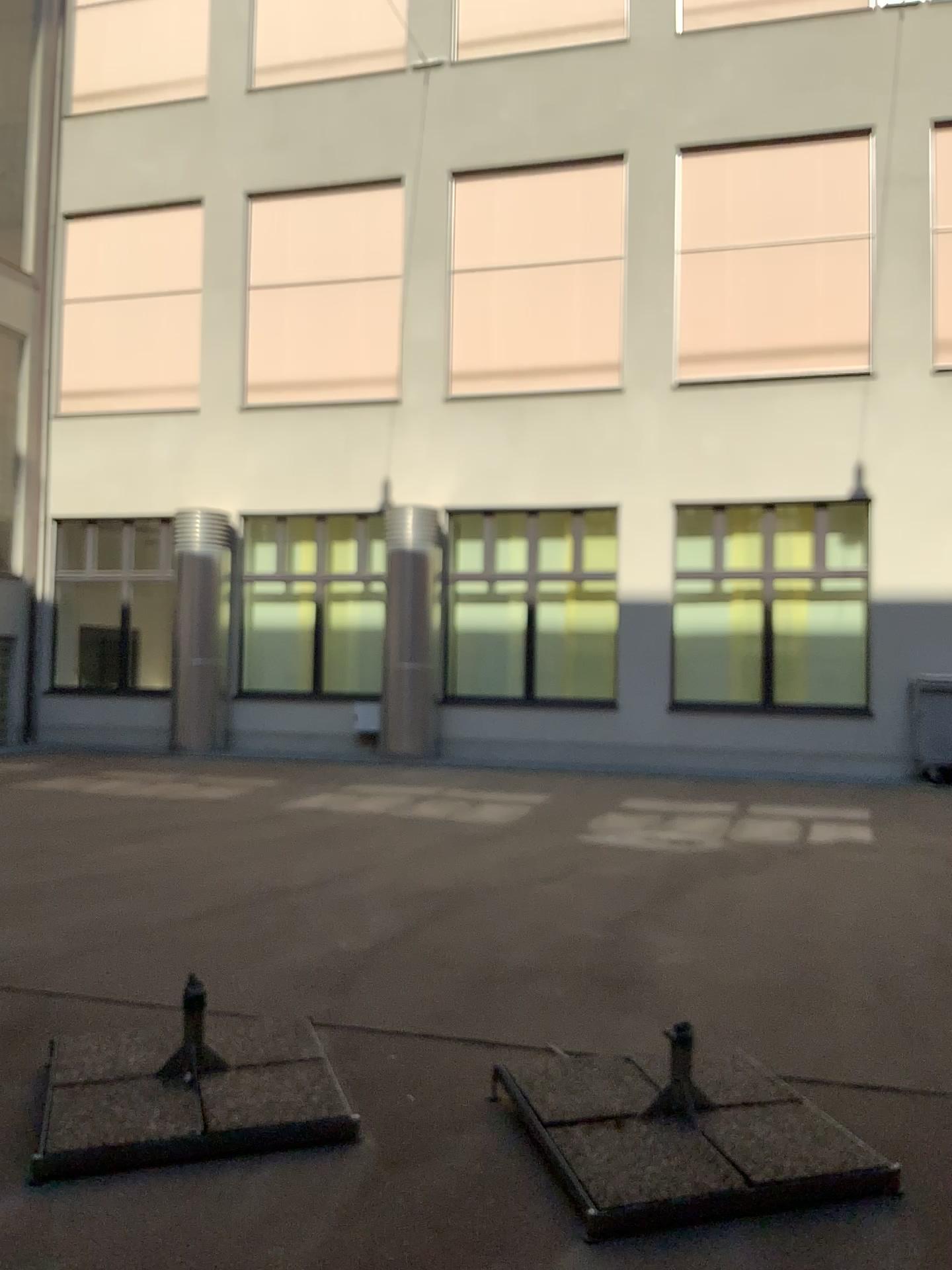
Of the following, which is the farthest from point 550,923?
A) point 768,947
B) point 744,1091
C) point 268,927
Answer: point 744,1091
